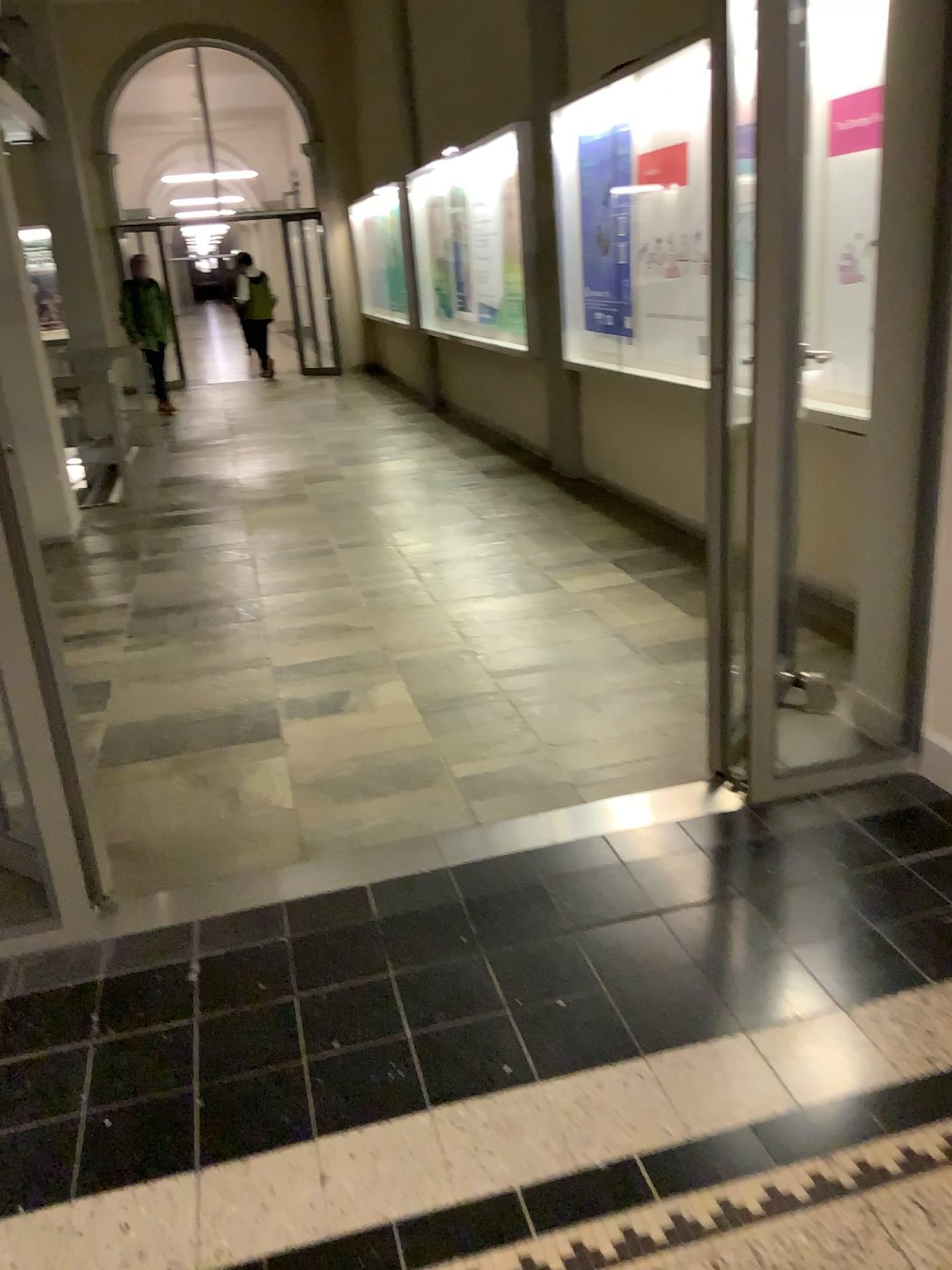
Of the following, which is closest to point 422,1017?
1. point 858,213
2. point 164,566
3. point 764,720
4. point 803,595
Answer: point 764,720
